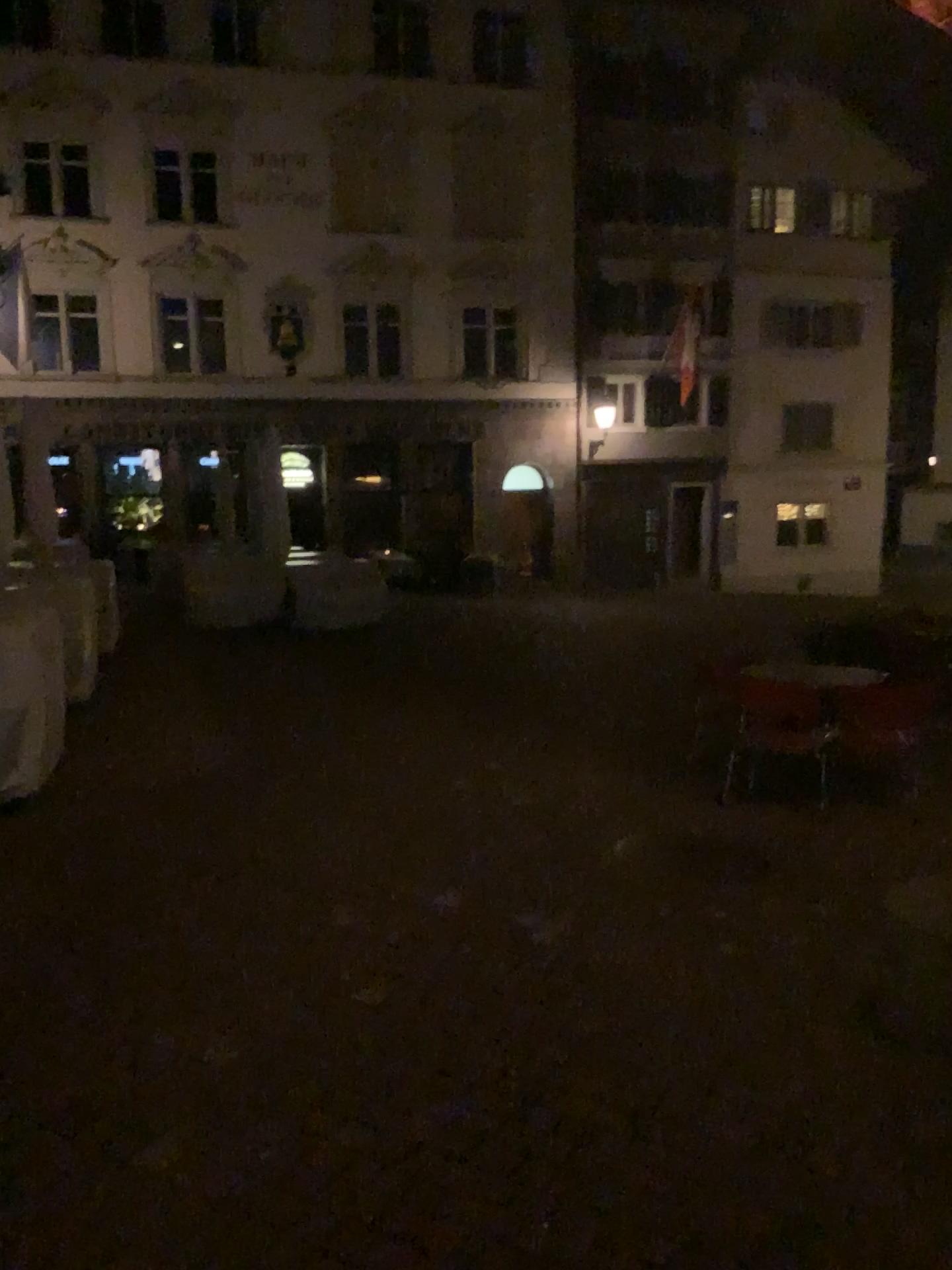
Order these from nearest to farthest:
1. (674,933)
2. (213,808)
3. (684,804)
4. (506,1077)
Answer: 1. (506,1077)
2. (674,933)
3. (213,808)
4. (684,804)
